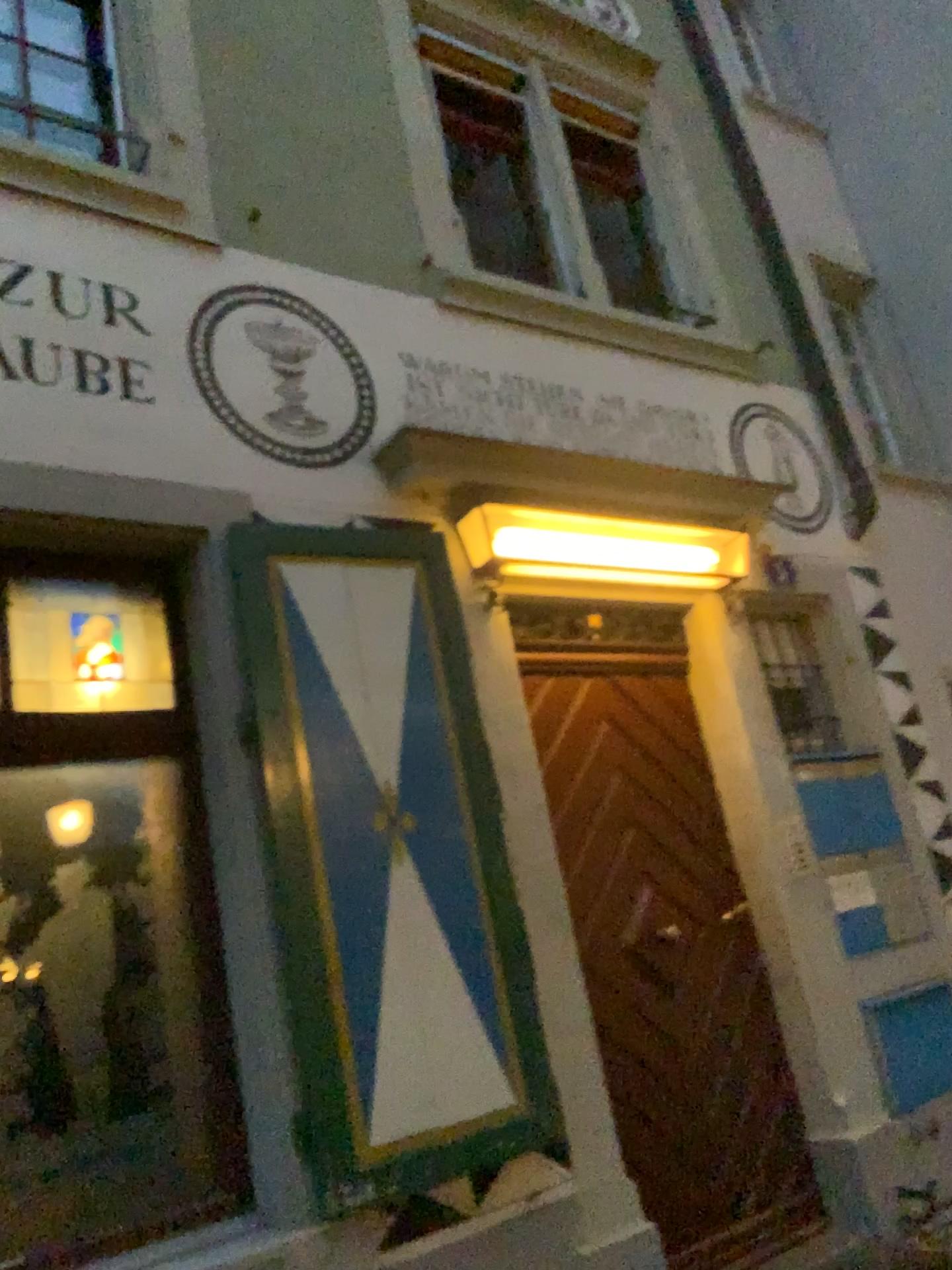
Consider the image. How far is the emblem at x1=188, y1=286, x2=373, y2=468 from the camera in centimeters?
345cm

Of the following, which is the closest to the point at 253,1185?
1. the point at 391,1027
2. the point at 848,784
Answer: the point at 391,1027

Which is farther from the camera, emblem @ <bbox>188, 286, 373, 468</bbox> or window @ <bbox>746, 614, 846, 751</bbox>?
window @ <bbox>746, 614, 846, 751</bbox>

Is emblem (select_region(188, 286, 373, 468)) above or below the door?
above

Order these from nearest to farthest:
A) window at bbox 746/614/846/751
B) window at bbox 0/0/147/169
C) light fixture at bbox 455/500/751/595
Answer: window at bbox 0/0/147/169 → light fixture at bbox 455/500/751/595 → window at bbox 746/614/846/751

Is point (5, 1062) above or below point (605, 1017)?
above

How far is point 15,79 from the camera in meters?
3.3 m

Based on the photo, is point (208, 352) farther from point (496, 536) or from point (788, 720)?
point (788, 720)

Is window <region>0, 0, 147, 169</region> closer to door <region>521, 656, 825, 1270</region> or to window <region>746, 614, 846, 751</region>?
door <region>521, 656, 825, 1270</region>

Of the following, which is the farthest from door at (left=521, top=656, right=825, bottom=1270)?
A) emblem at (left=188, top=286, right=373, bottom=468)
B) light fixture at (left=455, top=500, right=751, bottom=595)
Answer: emblem at (left=188, top=286, right=373, bottom=468)
